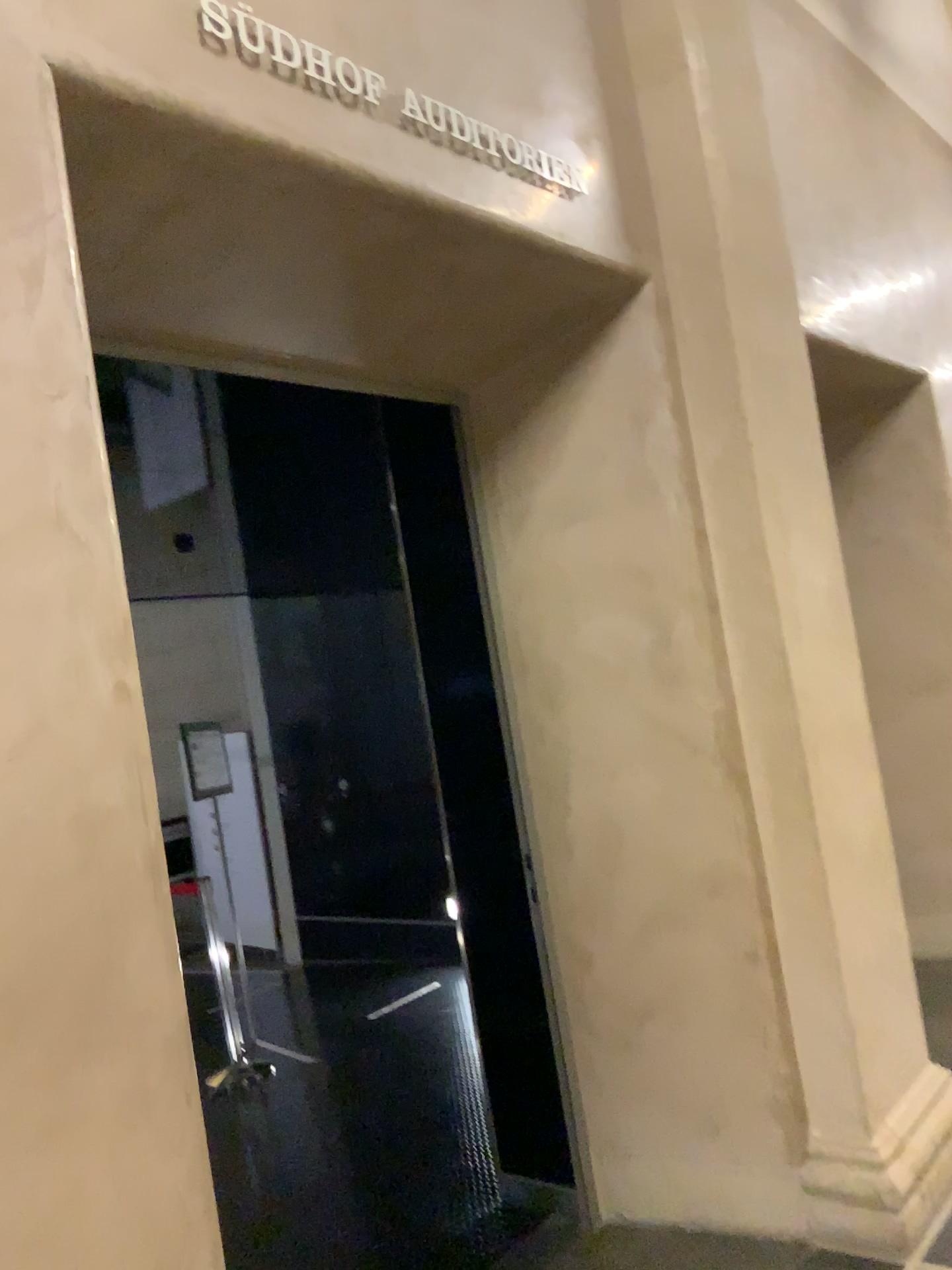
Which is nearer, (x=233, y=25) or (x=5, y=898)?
(x=5, y=898)

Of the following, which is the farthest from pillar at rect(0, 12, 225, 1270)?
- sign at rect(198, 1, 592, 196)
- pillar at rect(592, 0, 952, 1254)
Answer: pillar at rect(592, 0, 952, 1254)

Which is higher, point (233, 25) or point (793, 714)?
point (233, 25)

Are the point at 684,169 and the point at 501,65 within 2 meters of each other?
yes

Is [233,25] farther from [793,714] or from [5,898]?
[793,714]

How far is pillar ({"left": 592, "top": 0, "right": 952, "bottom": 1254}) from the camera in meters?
2.9 m

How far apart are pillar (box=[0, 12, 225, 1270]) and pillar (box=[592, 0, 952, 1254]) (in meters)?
1.79

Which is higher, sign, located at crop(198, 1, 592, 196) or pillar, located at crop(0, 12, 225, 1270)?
sign, located at crop(198, 1, 592, 196)

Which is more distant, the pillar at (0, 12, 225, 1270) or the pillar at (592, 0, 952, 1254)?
the pillar at (592, 0, 952, 1254)

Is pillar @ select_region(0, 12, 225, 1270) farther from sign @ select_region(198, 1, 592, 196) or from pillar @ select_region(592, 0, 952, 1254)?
pillar @ select_region(592, 0, 952, 1254)
